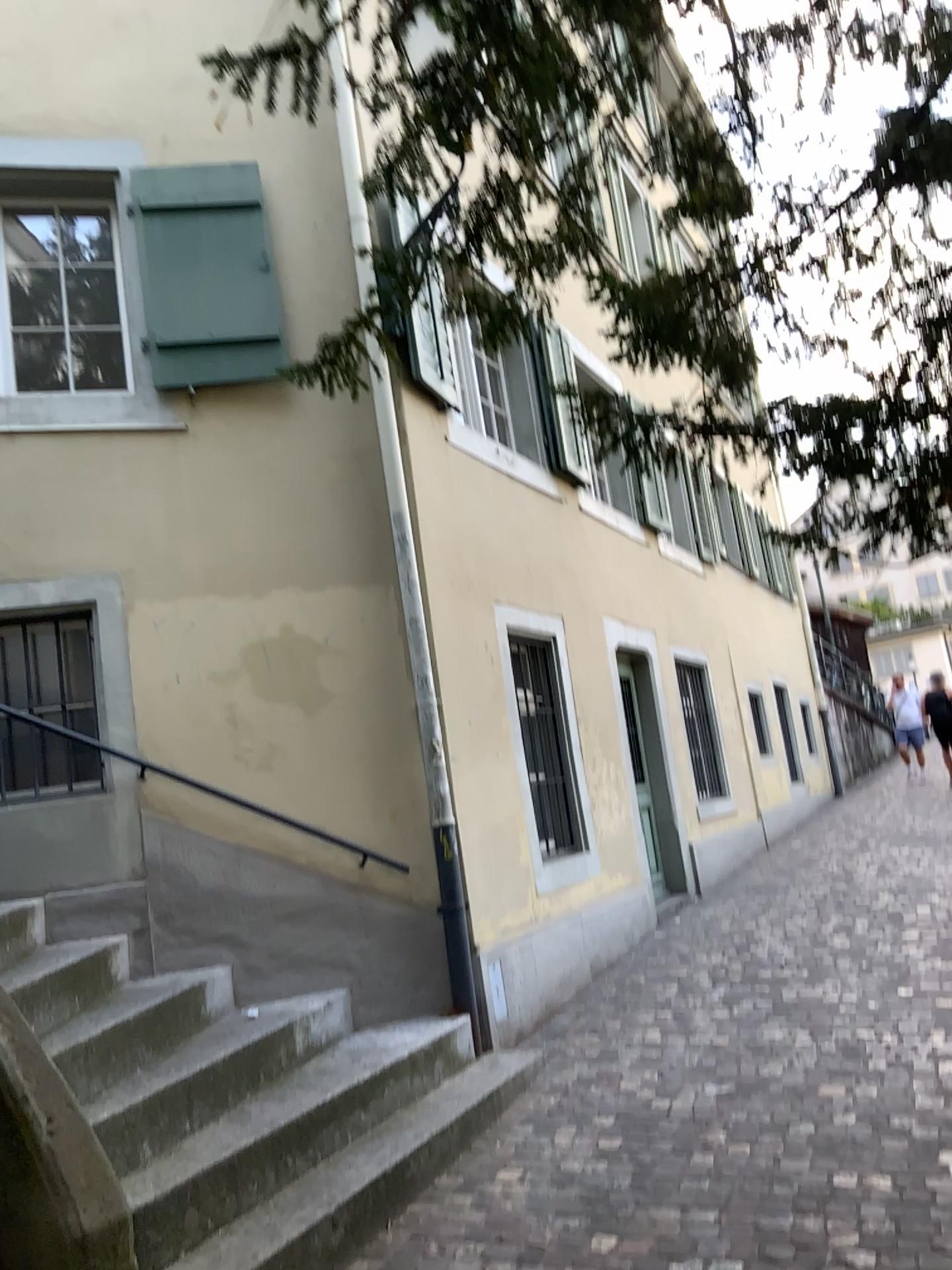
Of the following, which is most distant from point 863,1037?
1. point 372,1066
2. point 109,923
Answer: point 109,923
